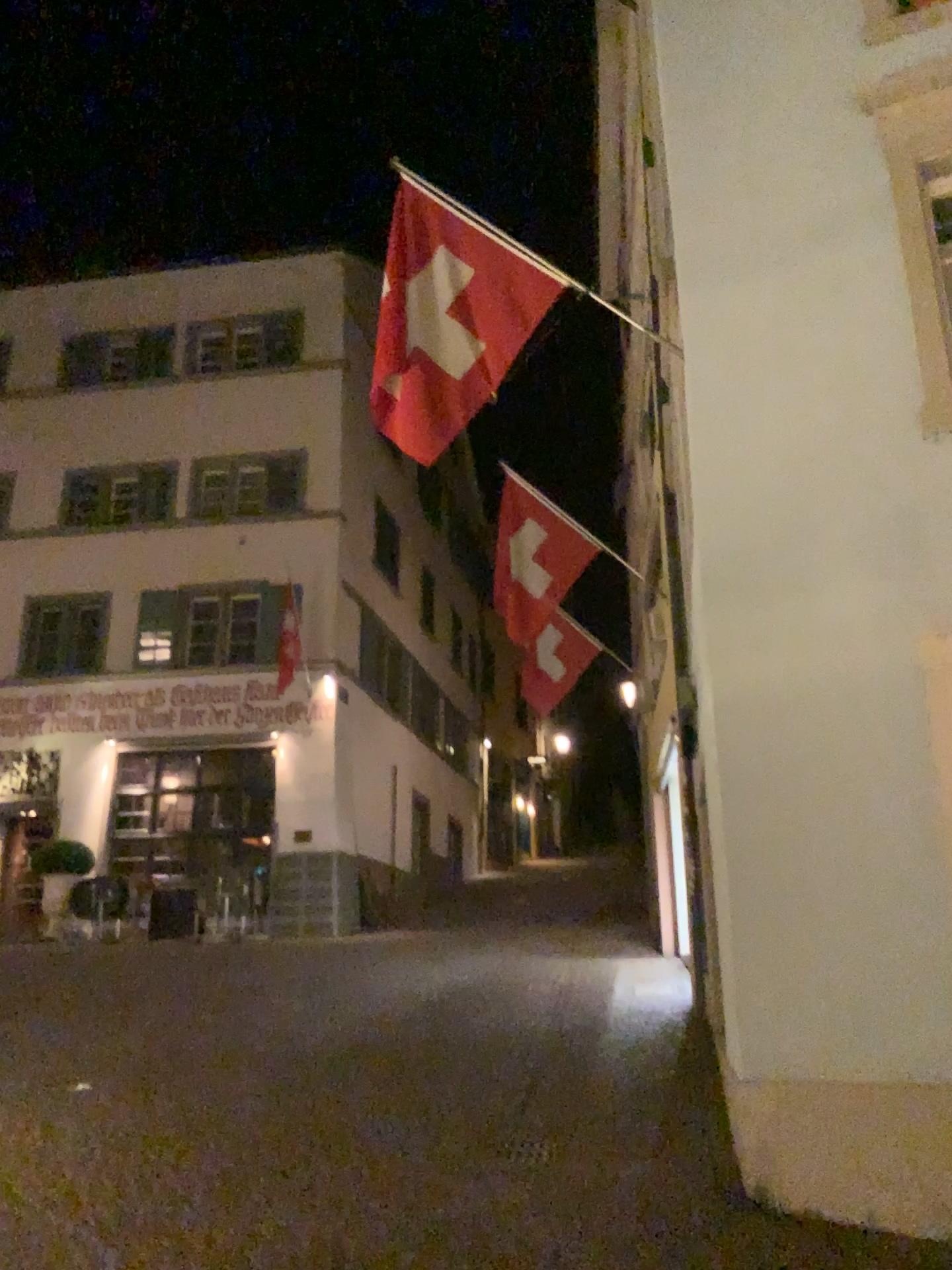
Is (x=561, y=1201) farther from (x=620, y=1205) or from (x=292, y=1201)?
(x=292, y=1201)
